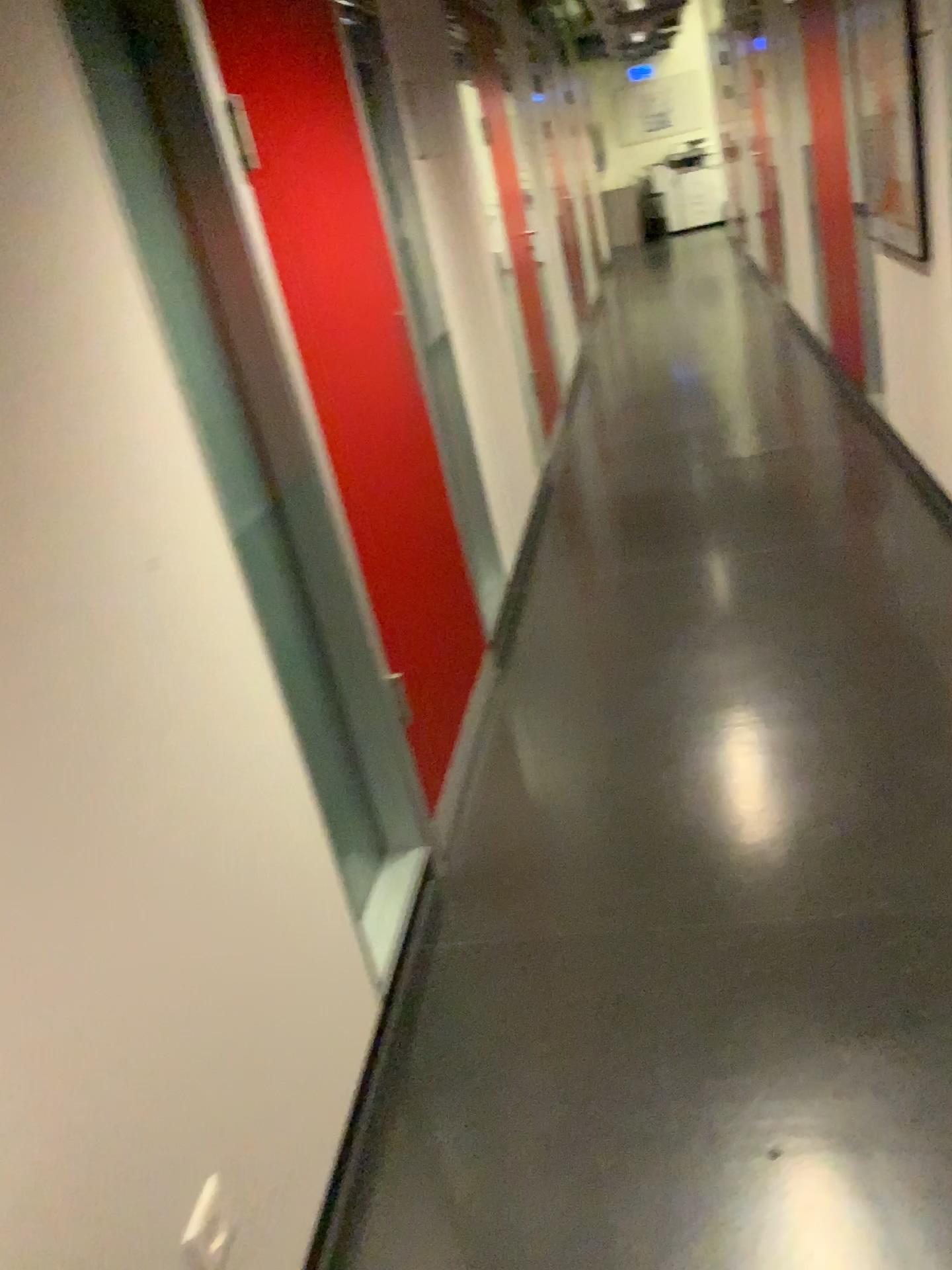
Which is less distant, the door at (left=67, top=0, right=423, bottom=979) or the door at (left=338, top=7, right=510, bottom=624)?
the door at (left=67, top=0, right=423, bottom=979)

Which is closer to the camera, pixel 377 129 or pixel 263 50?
pixel 263 50

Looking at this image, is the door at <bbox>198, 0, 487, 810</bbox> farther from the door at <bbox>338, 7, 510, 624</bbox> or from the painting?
the painting

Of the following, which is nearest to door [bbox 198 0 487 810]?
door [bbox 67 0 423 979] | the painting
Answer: door [bbox 67 0 423 979]

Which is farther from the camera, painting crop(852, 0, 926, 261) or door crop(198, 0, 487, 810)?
painting crop(852, 0, 926, 261)

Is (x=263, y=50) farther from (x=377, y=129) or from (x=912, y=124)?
(x=912, y=124)

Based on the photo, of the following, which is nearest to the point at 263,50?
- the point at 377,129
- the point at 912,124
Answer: the point at 377,129

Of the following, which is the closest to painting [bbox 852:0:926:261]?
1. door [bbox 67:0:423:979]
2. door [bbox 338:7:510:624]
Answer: door [bbox 338:7:510:624]

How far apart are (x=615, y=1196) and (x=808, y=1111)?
0.3 meters

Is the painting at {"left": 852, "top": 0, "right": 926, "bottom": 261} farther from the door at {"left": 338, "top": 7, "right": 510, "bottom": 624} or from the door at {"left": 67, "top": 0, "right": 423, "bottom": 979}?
the door at {"left": 67, "top": 0, "right": 423, "bottom": 979}
